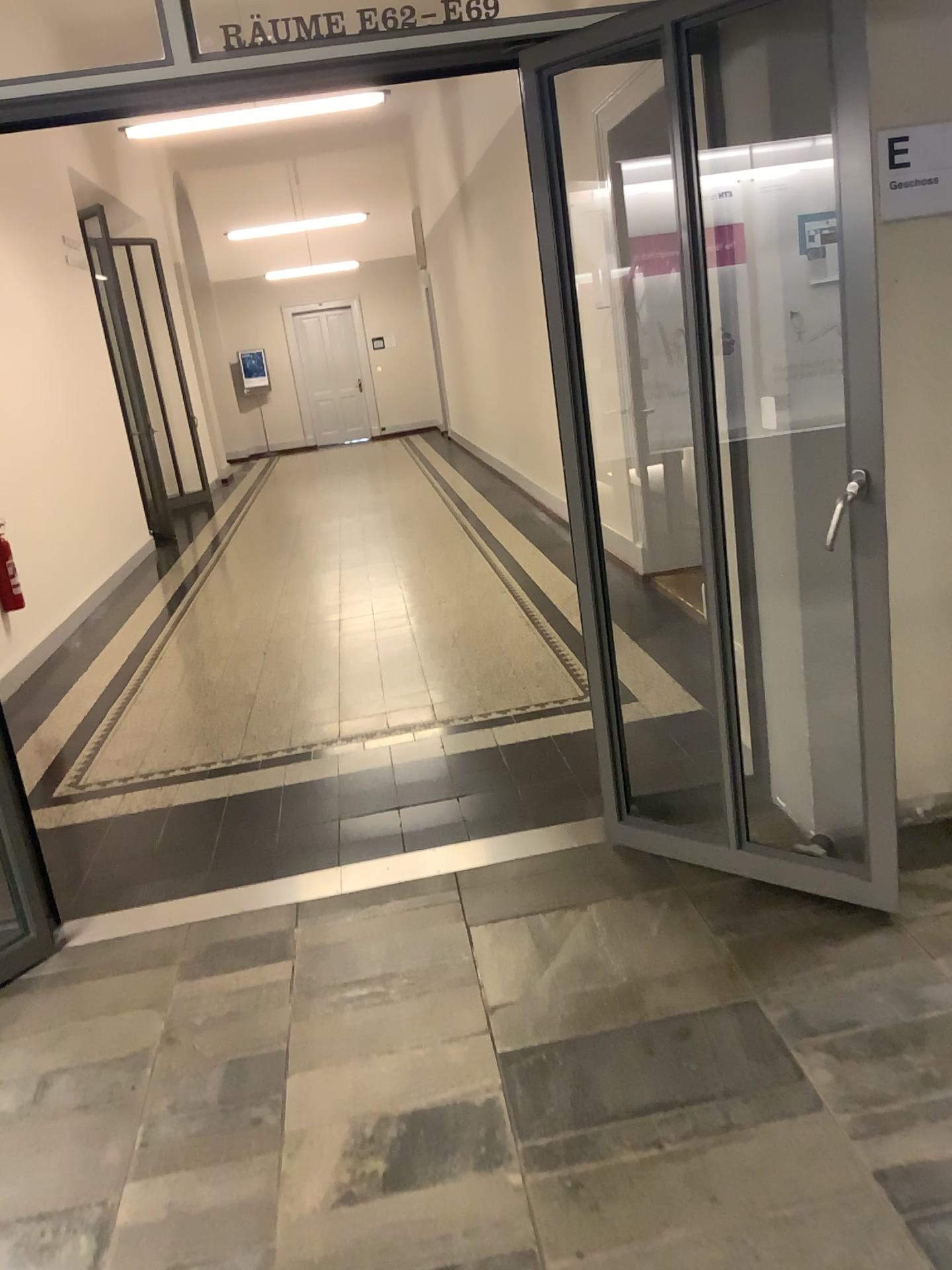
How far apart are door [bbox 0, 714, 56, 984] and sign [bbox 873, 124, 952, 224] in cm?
274

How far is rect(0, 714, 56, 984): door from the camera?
2.9 meters

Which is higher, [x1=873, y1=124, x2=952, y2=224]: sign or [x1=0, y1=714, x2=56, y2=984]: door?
[x1=873, y1=124, x2=952, y2=224]: sign

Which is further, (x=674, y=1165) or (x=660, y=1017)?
(x=660, y=1017)

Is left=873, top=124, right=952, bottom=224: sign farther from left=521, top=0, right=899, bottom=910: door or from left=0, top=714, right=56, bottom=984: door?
left=0, top=714, right=56, bottom=984: door

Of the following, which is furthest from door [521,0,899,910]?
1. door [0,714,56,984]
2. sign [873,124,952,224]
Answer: door [0,714,56,984]

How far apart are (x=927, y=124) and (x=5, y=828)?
3.0m

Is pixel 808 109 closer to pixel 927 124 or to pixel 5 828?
pixel 927 124

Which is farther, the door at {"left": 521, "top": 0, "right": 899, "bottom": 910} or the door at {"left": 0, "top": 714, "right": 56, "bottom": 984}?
A: the door at {"left": 0, "top": 714, "right": 56, "bottom": 984}

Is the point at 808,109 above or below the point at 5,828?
above
